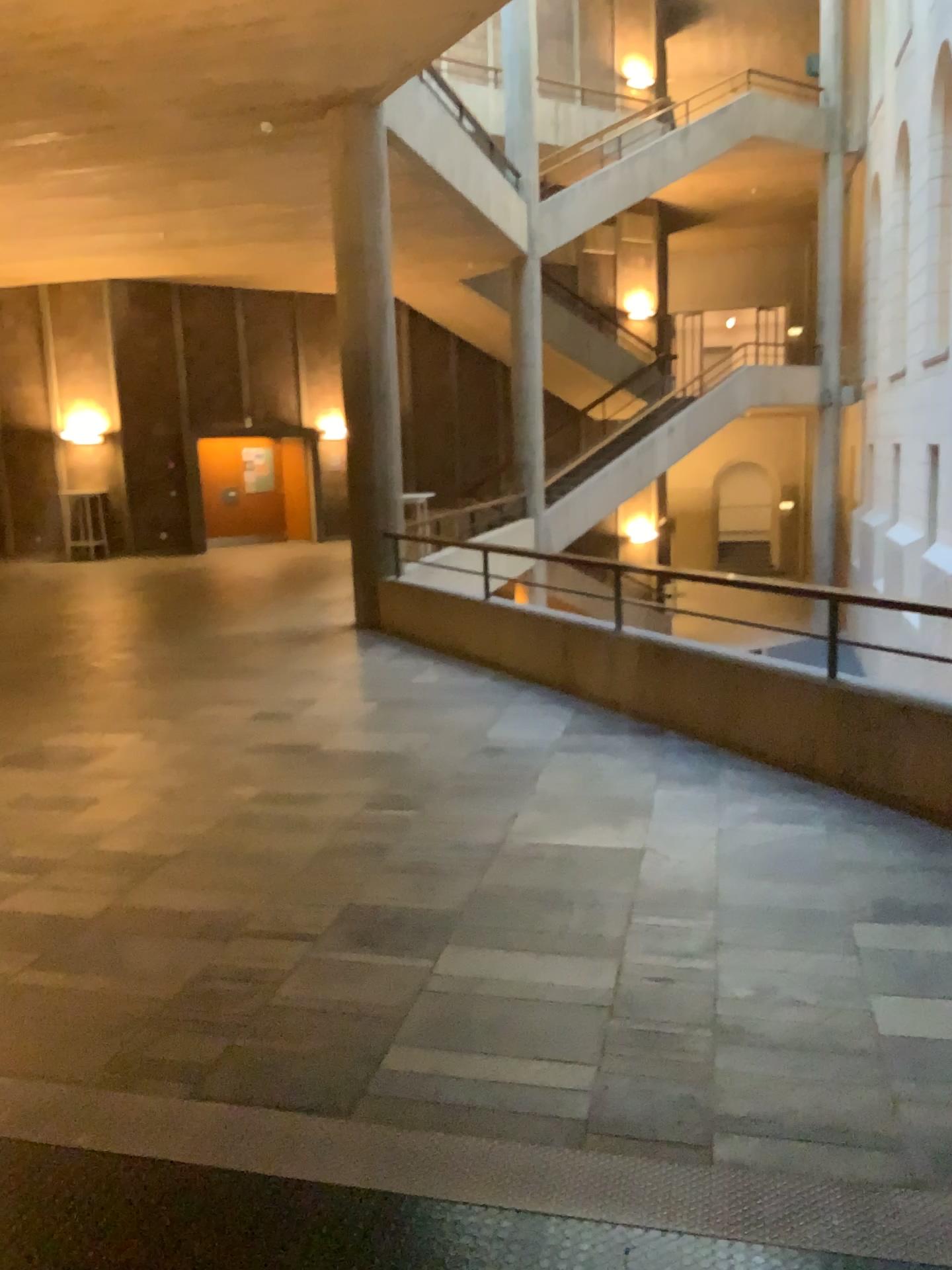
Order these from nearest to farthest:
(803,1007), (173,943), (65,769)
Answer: (803,1007), (173,943), (65,769)
